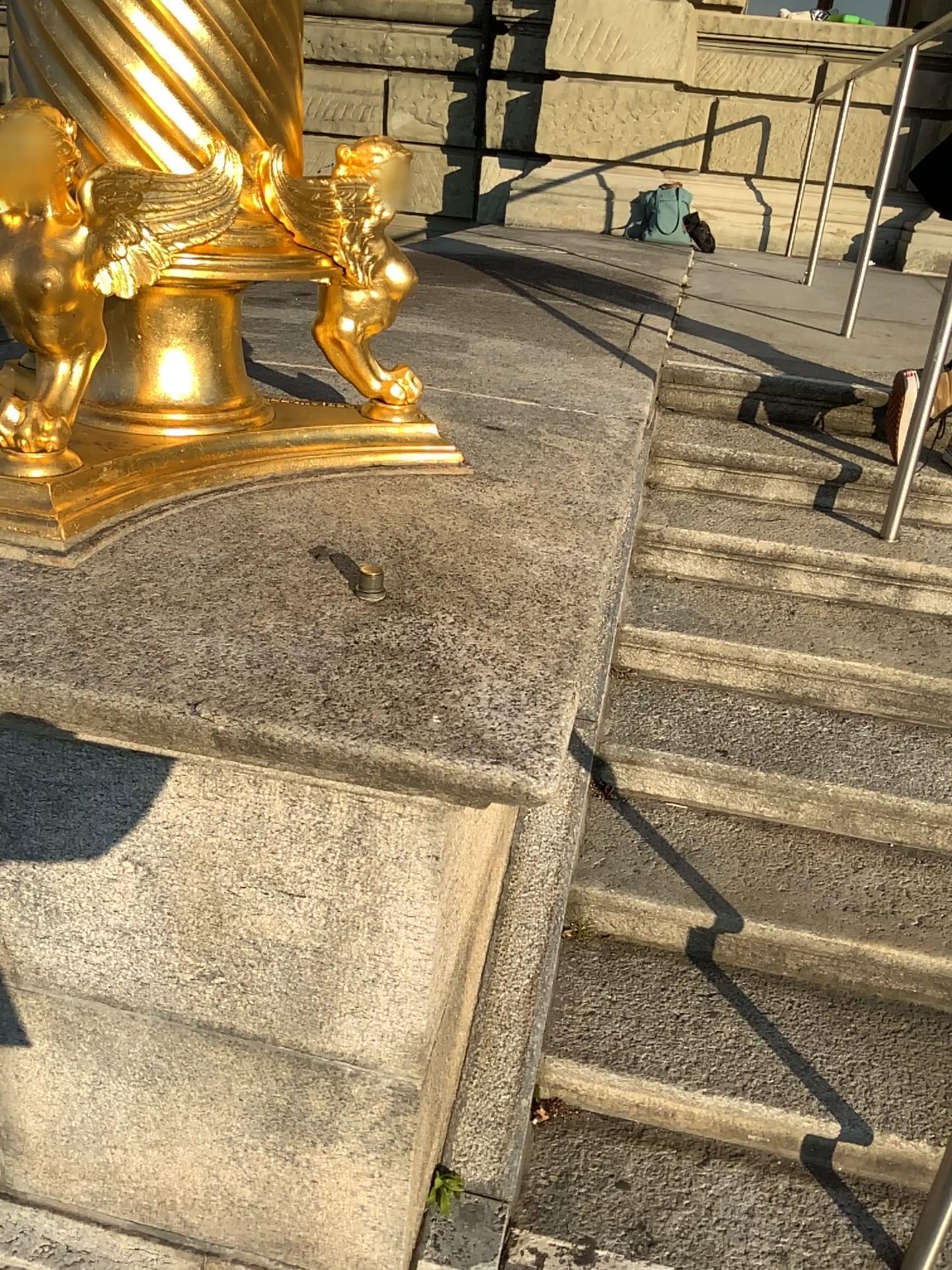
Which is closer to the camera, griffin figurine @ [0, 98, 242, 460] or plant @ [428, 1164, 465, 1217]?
griffin figurine @ [0, 98, 242, 460]

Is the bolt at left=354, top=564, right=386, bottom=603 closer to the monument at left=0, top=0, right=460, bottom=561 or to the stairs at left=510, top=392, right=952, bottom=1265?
the monument at left=0, top=0, right=460, bottom=561

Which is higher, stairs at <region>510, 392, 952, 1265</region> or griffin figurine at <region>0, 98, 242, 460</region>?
griffin figurine at <region>0, 98, 242, 460</region>

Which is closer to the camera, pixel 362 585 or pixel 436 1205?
pixel 362 585

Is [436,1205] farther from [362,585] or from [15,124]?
[15,124]

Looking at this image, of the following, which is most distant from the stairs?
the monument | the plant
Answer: the monument

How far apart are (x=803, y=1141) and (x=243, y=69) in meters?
1.8

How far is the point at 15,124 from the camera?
1.3 meters

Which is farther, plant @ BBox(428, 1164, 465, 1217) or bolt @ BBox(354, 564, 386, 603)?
plant @ BBox(428, 1164, 465, 1217)

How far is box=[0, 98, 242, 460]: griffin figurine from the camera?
1.3 meters
